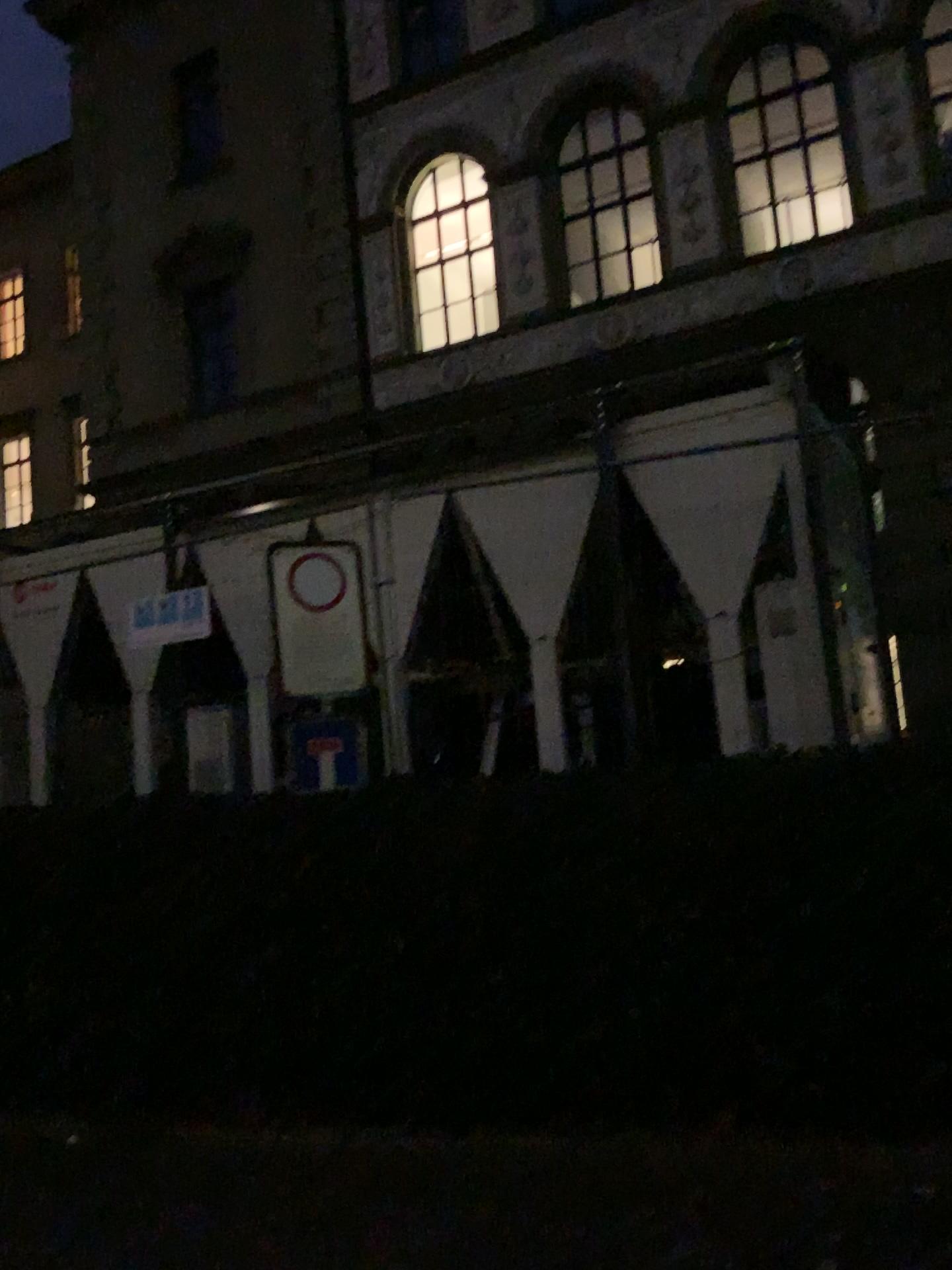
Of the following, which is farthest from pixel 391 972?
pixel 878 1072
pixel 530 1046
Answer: pixel 878 1072
